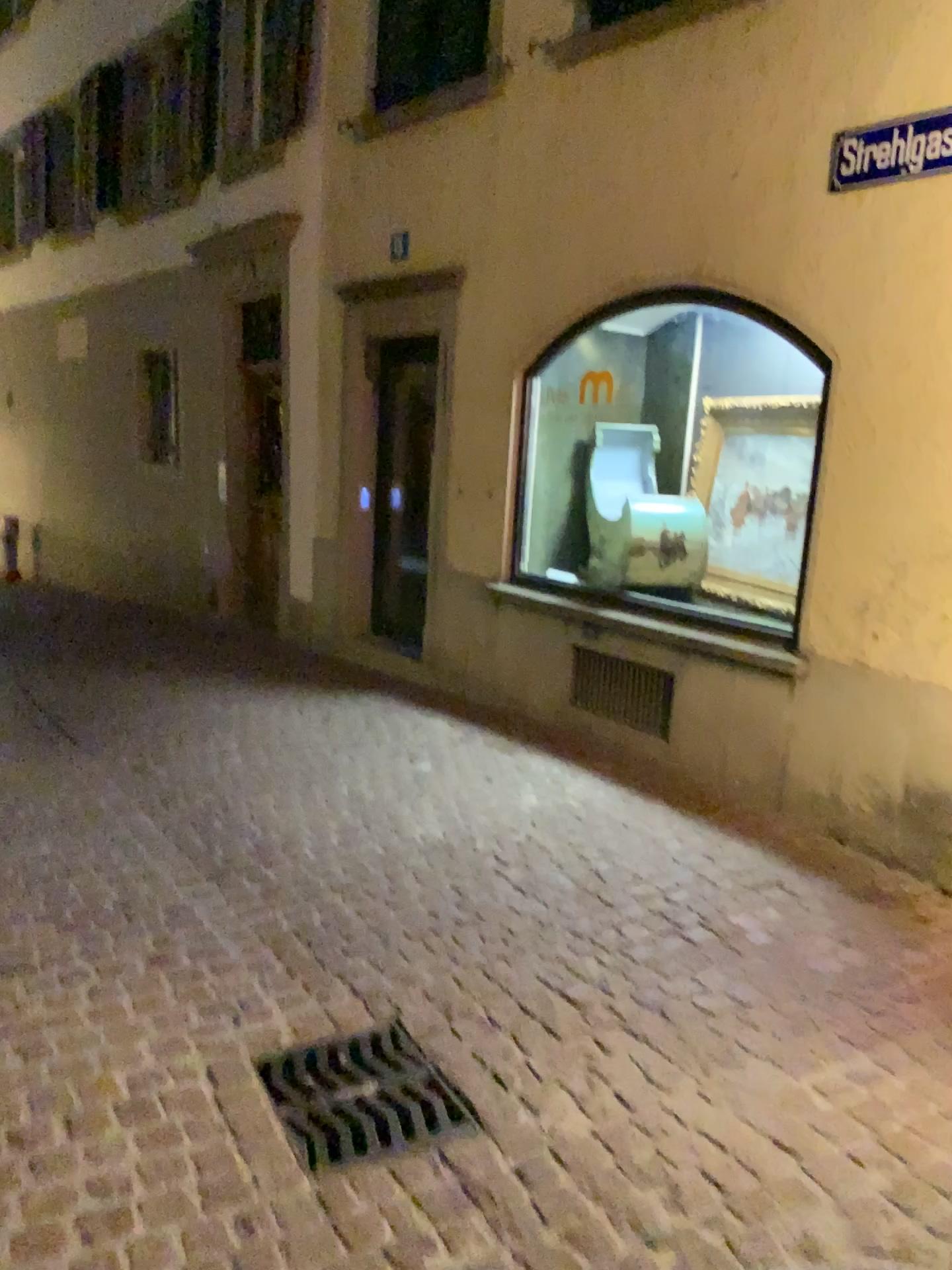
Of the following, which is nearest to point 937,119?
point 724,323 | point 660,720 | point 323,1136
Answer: point 724,323

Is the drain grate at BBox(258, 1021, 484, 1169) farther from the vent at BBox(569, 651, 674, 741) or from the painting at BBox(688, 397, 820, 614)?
the painting at BBox(688, 397, 820, 614)

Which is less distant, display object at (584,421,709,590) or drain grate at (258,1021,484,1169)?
drain grate at (258,1021,484,1169)

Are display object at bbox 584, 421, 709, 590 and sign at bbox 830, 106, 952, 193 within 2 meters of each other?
yes

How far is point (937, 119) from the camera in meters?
3.6 m

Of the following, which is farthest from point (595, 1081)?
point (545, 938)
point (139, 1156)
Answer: point (139, 1156)

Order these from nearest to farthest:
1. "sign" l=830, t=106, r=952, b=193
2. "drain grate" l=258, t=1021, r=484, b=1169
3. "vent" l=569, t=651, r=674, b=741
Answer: "drain grate" l=258, t=1021, r=484, b=1169 → "sign" l=830, t=106, r=952, b=193 → "vent" l=569, t=651, r=674, b=741

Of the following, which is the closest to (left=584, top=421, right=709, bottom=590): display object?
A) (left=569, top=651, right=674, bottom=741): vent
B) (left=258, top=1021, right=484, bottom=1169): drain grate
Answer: (left=569, top=651, right=674, bottom=741): vent

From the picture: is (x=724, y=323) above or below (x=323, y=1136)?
above

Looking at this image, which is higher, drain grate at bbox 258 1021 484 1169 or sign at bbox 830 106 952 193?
sign at bbox 830 106 952 193
